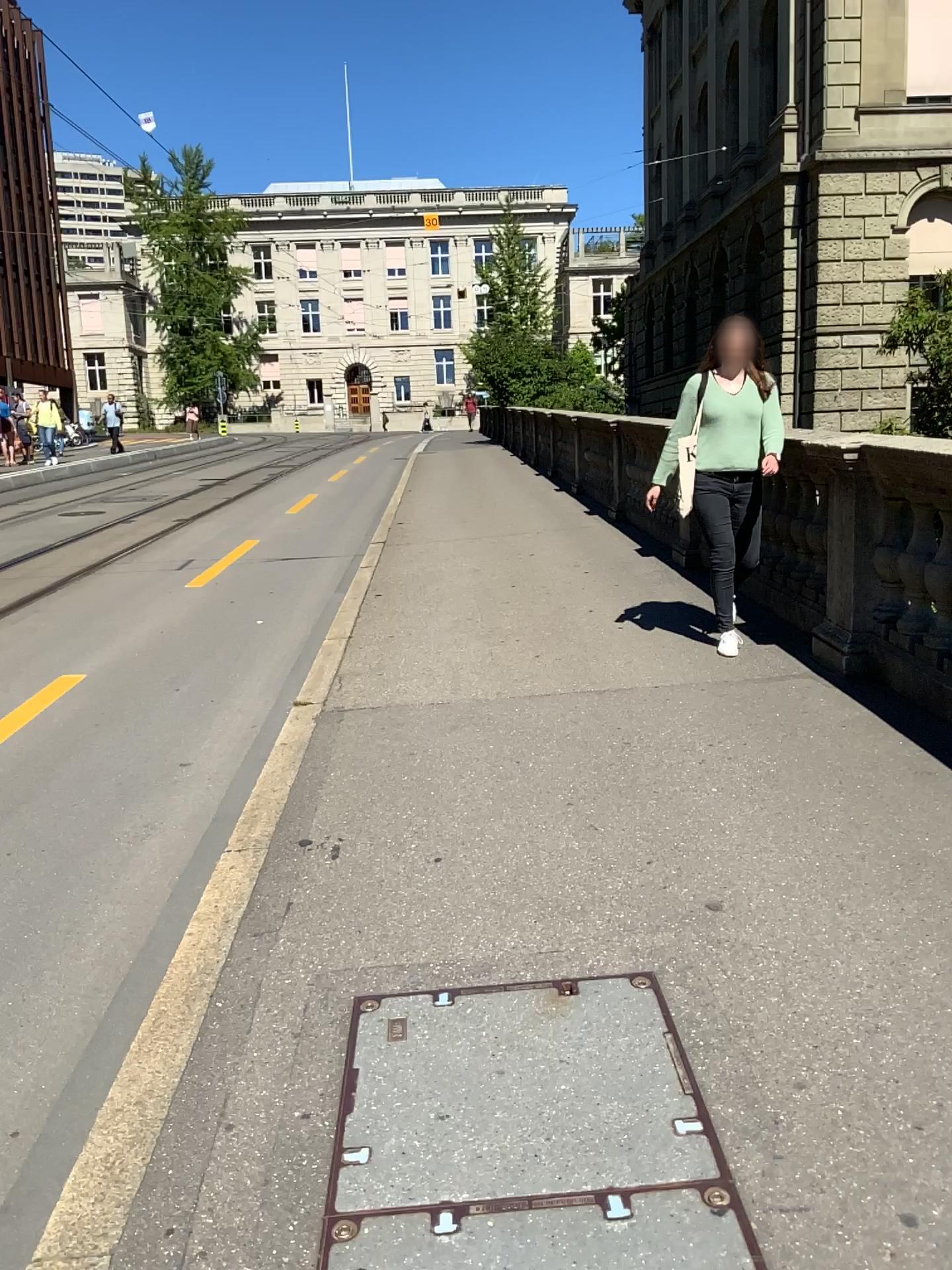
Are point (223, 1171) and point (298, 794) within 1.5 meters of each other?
no
